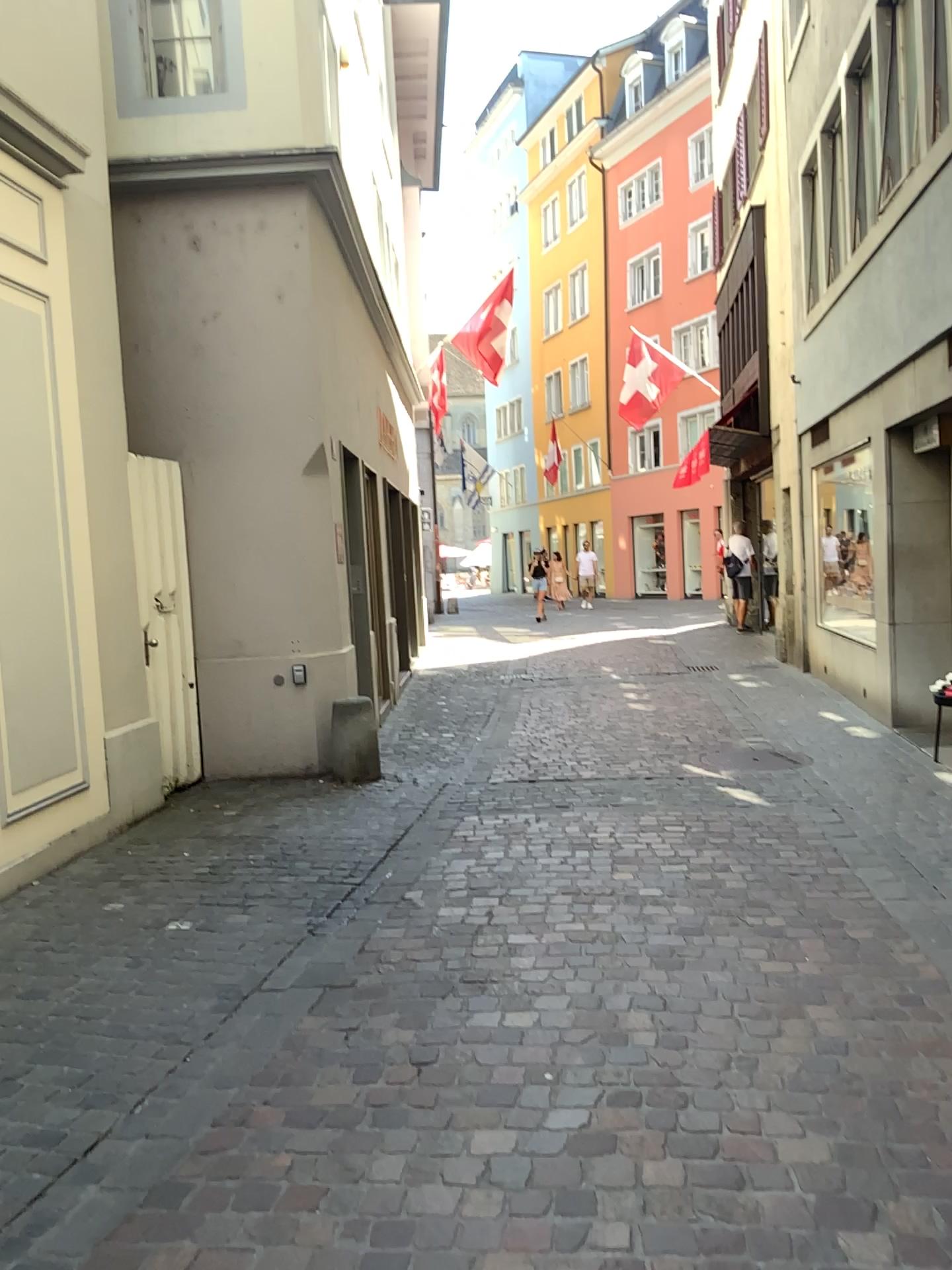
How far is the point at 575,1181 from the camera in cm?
237
